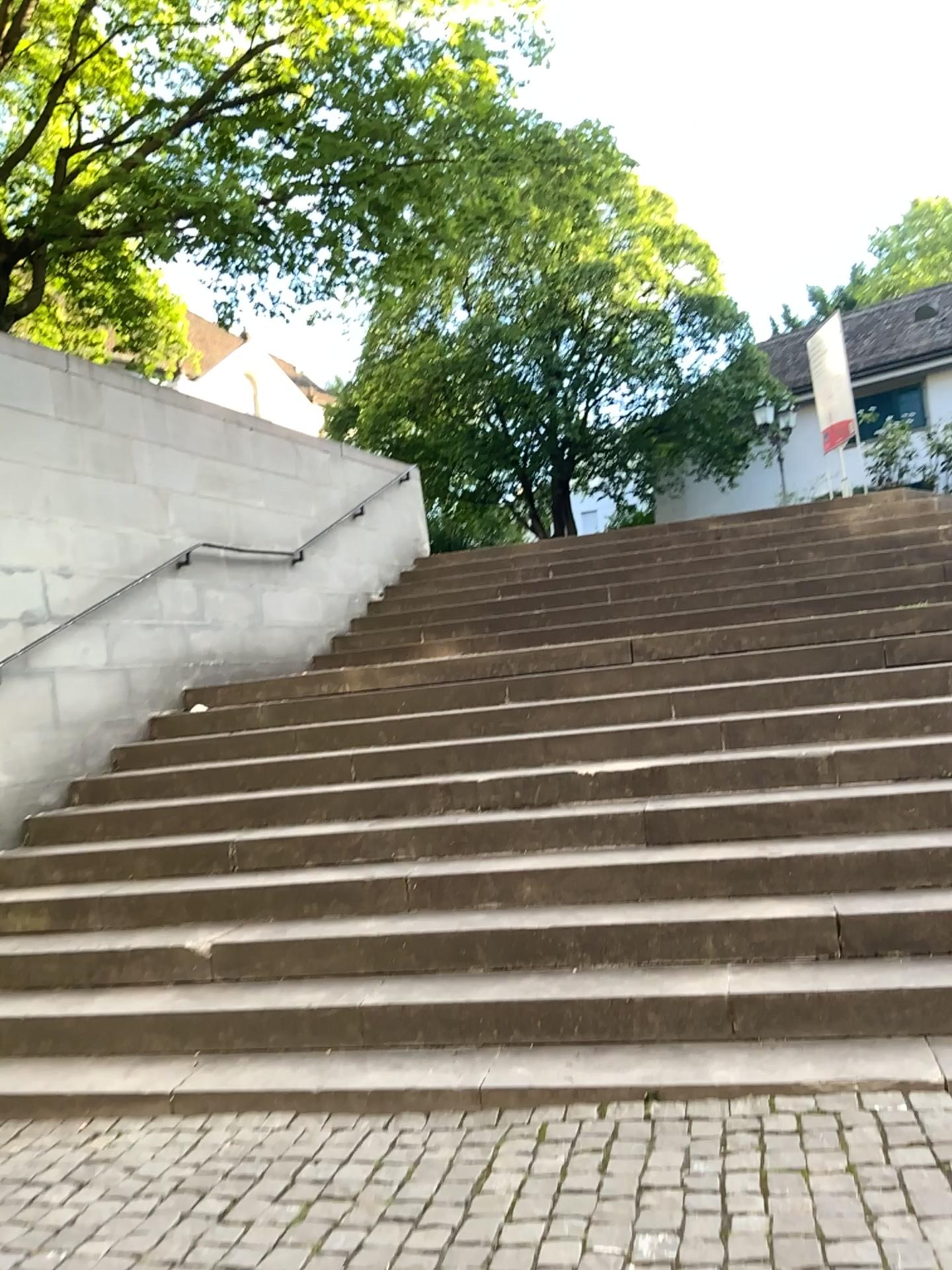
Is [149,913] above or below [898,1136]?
above
